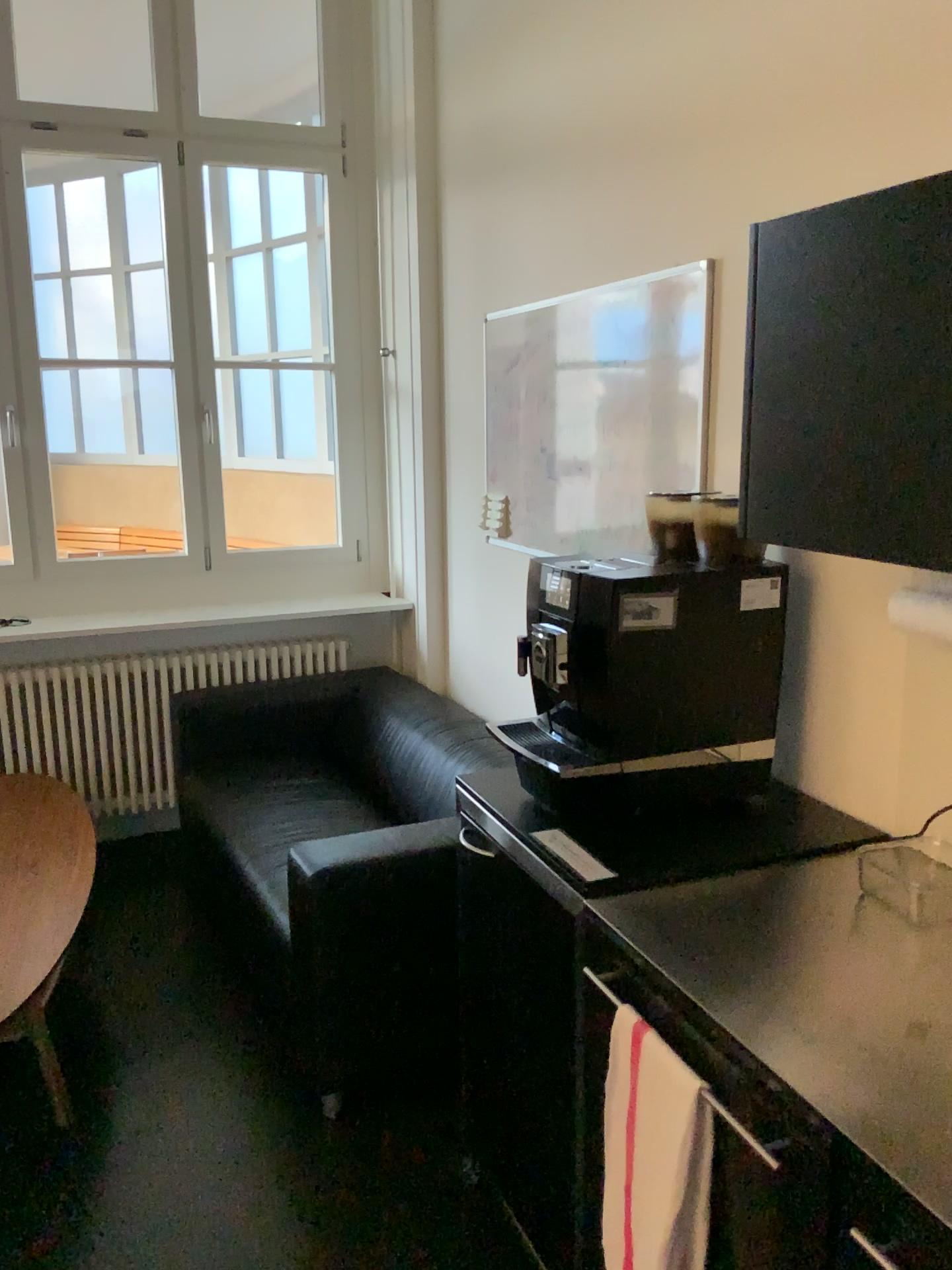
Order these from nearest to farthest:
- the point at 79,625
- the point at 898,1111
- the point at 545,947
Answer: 1. the point at 898,1111
2. the point at 545,947
3. the point at 79,625

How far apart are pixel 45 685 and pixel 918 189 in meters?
3.5 m

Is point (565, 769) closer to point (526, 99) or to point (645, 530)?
point (645, 530)

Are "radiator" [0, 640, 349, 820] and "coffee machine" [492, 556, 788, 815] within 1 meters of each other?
no

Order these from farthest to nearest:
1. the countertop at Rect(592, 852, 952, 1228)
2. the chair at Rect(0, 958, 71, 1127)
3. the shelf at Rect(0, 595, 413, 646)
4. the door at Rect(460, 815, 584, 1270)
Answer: the shelf at Rect(0, 595, 413, 646)
the chair at Rect(0, 958, 71, 1127)
the door at Rect(460, 815, 584, 1270)
the countertop at Rect(592, 852, 952, 1228)

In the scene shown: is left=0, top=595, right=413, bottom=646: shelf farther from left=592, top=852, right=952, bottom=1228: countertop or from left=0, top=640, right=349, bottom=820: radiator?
left=592, top=852, right=952, bottom=1228: countertop

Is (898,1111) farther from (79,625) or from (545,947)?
(79,625)

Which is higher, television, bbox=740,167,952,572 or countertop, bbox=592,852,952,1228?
television, bbox=740,167,952,572

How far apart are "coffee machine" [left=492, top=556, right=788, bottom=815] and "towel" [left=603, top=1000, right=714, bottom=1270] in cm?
52

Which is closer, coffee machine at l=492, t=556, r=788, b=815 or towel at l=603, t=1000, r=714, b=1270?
towel at l=603, t=1000, r=714, b=1270
